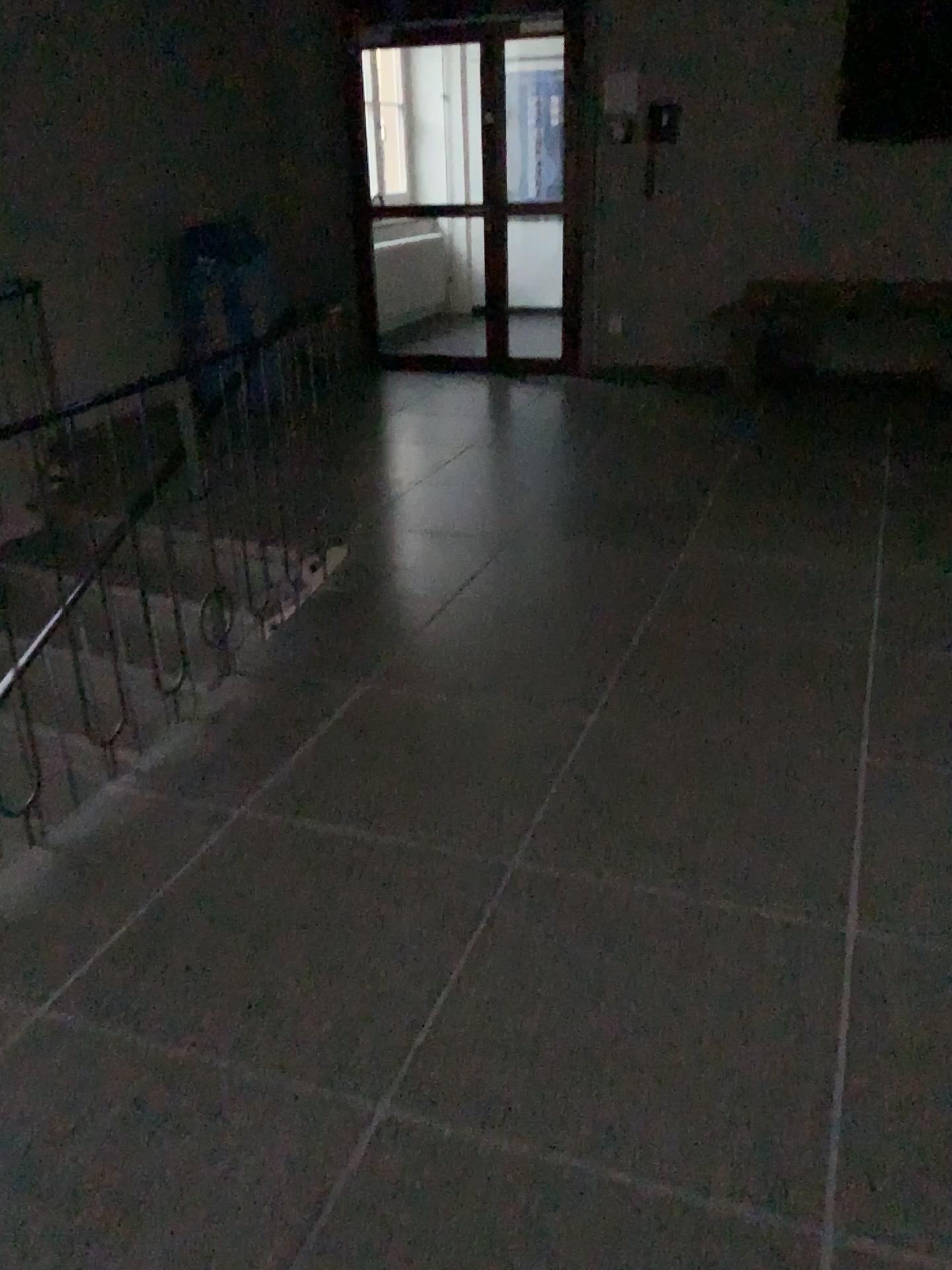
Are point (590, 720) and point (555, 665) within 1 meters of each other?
yes
